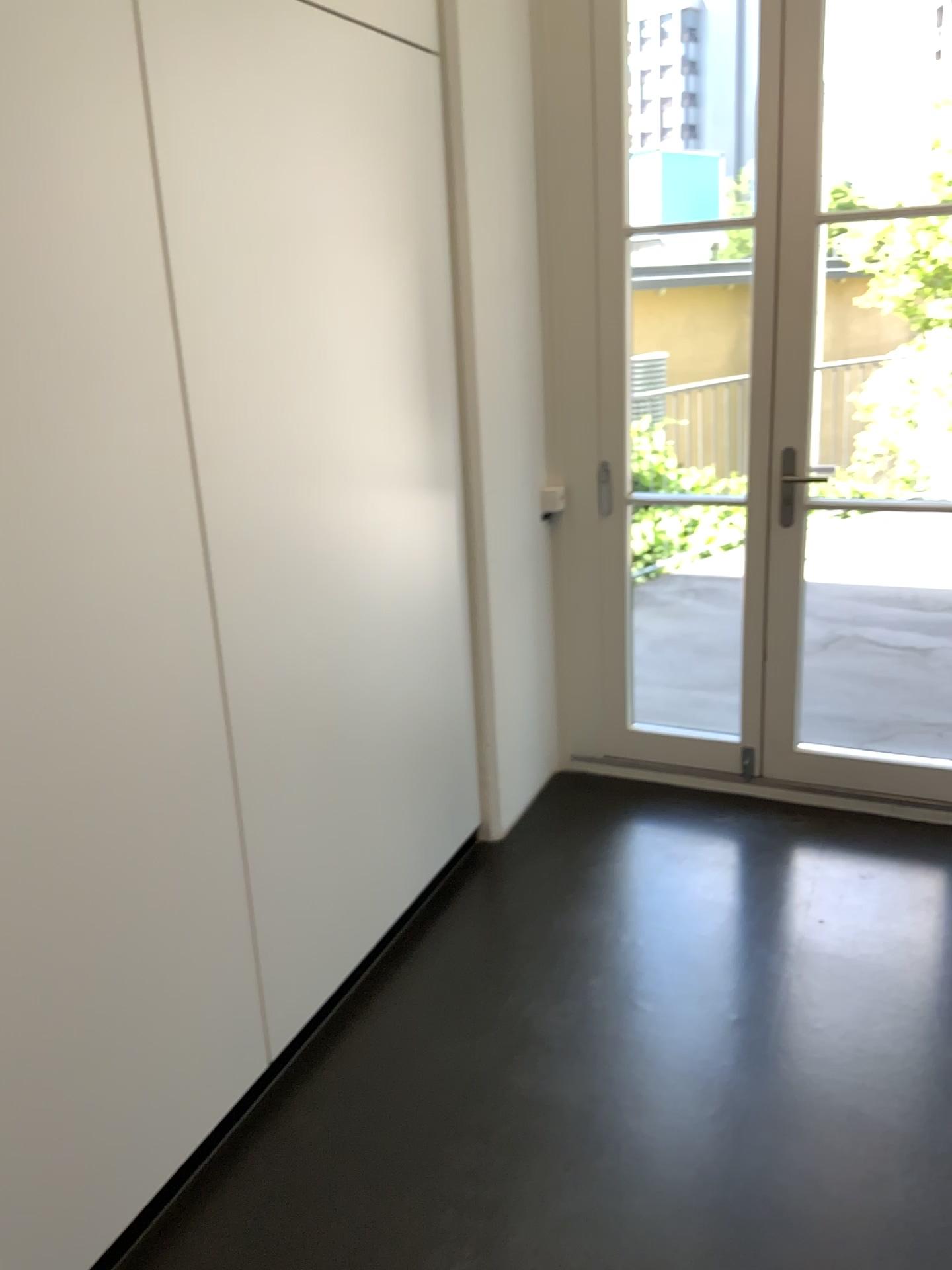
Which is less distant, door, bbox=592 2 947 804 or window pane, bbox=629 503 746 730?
door, bbox=592 2 947 804

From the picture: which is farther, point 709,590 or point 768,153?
point 709,590

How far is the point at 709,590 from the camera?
3.4 meters

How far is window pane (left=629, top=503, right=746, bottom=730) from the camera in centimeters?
335cm

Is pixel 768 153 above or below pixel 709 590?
above

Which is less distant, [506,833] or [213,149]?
[213,149]
